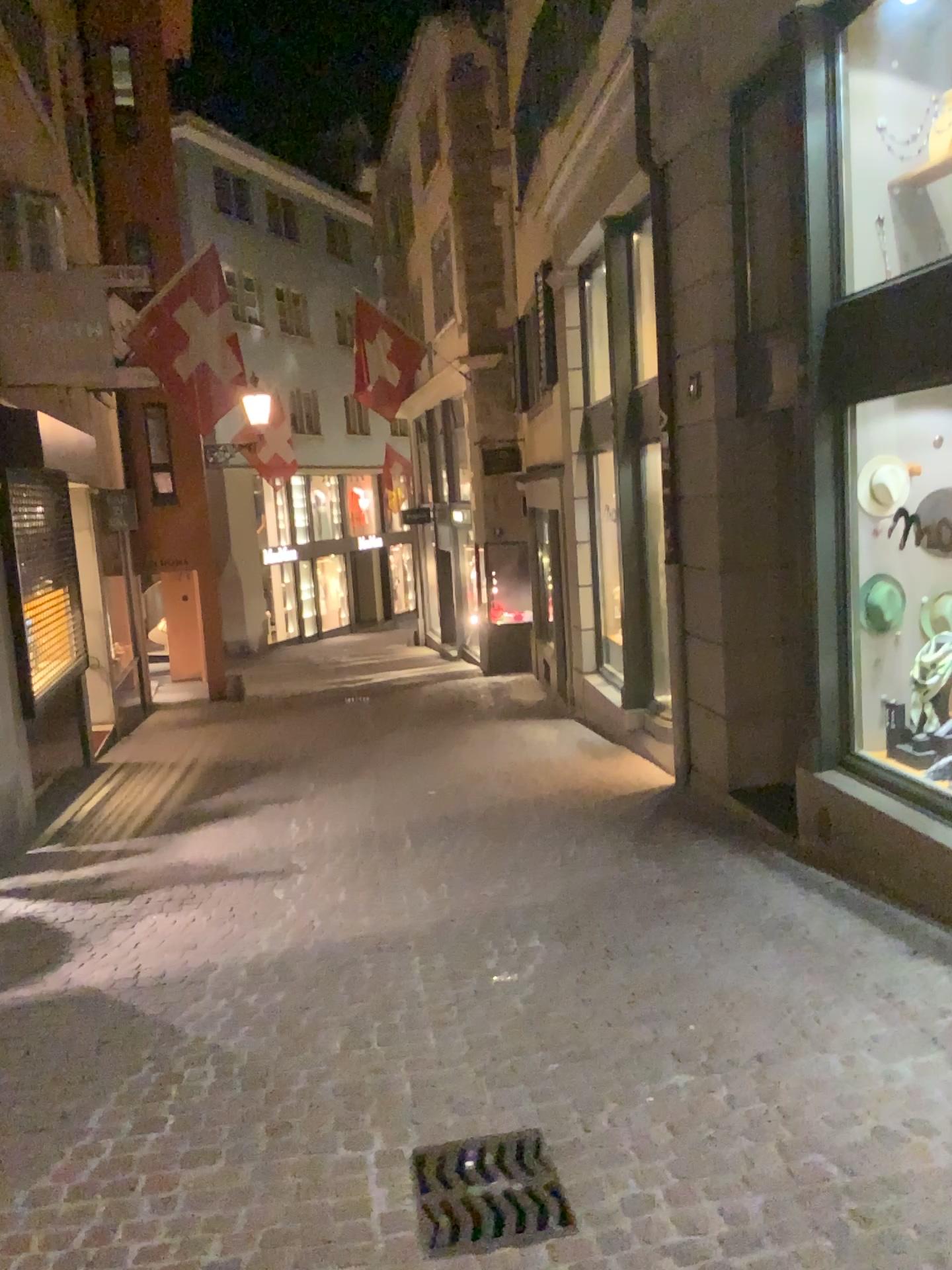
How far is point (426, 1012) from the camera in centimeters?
389cm

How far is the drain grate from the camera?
2.6 meters

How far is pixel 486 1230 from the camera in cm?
261
